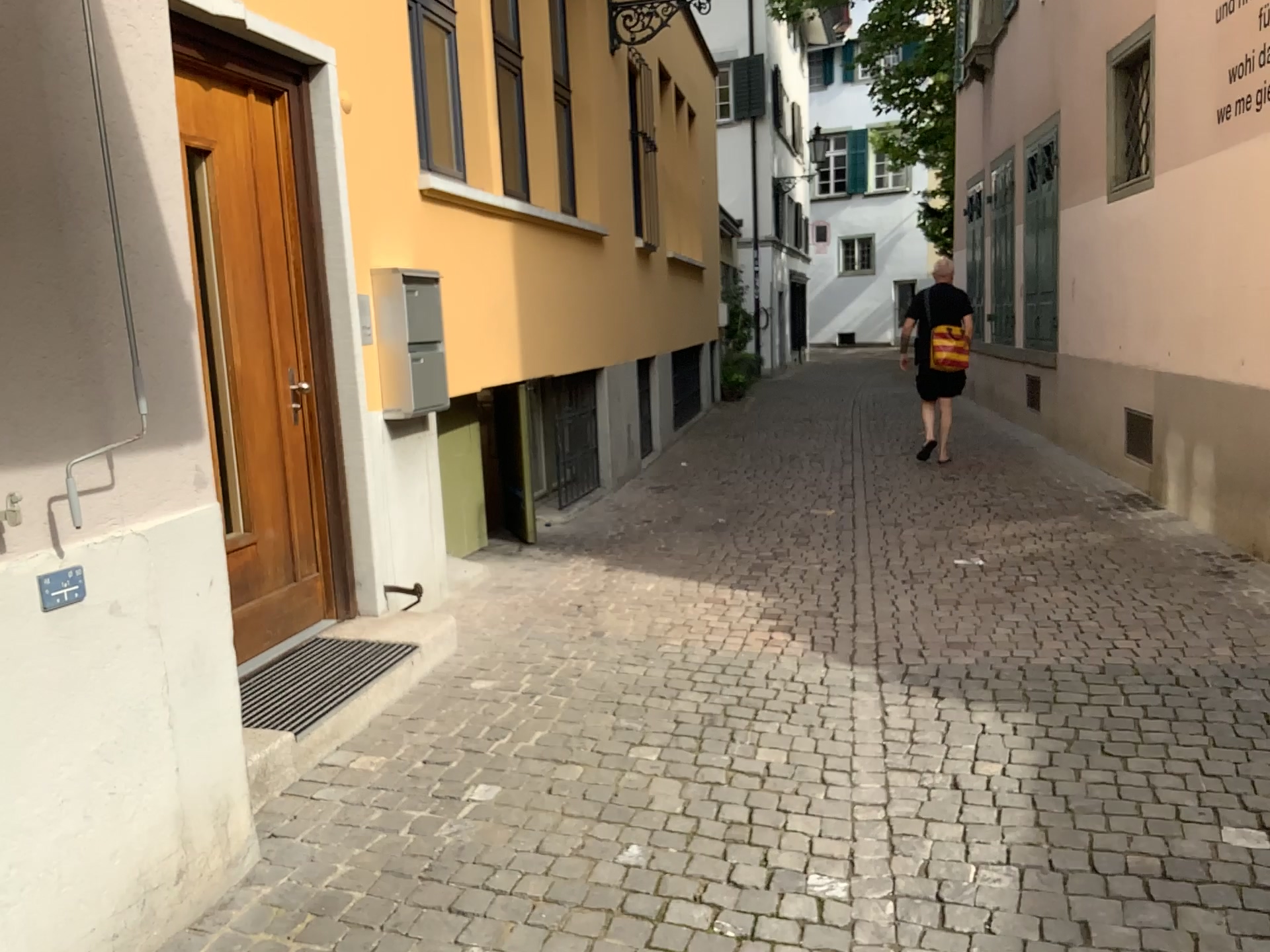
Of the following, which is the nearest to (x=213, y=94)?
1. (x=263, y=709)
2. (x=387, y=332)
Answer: (x=387, y=332)

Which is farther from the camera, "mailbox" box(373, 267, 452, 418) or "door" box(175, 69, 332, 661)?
"mailbox" box(373, 267, 452, 418)

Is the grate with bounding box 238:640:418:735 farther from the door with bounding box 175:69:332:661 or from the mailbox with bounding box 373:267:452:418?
the mailbox with bounding box 373:267:452:418

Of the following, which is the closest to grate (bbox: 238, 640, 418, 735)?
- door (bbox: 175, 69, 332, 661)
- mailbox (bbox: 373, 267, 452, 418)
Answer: door (bbox: 175, 69, 332, 661)

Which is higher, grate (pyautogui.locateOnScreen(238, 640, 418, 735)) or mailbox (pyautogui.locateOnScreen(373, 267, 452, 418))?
mailbox (pyautogui.locateOnScreen(373, 267, 452, 418))

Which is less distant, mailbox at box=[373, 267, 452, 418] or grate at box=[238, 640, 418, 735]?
grate at box=[238, 640, 418, 735]

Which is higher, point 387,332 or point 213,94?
point 213,94

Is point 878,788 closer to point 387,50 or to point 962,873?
point 962,873

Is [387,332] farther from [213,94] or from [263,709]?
[263,709]
